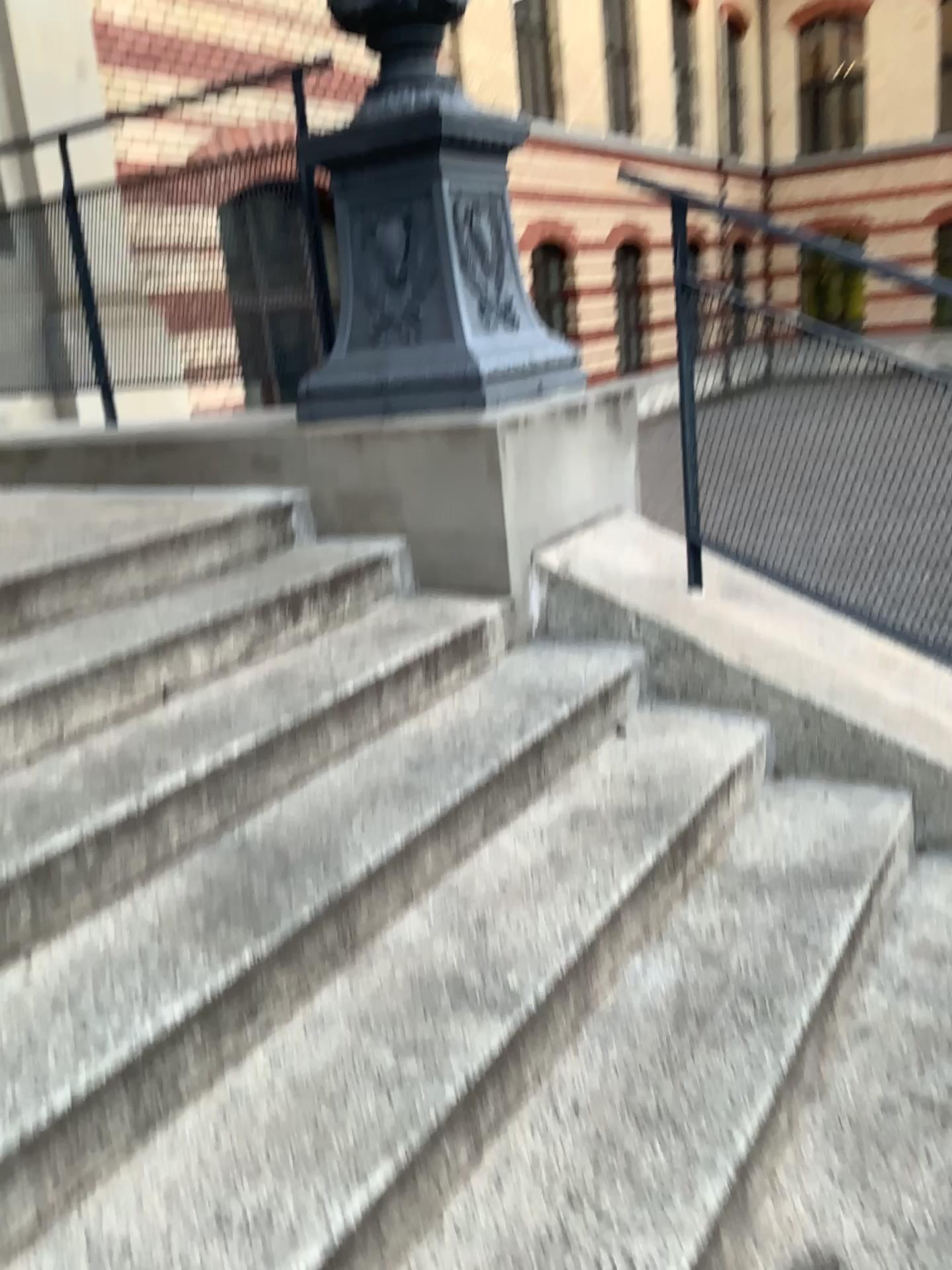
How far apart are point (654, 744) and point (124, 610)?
1.22m

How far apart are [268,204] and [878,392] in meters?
2.0

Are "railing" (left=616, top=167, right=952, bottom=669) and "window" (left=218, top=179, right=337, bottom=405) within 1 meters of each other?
no

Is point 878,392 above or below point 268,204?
below

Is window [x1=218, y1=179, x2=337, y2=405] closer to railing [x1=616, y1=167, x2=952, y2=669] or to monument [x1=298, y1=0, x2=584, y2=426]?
monument [x1=298, y1=0, x2=584, y2=426]

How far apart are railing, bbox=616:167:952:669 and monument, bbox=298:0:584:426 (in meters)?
0.40

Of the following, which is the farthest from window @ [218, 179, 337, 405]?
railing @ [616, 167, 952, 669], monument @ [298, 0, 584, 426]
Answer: railing @ [616, 167, 952, 669]

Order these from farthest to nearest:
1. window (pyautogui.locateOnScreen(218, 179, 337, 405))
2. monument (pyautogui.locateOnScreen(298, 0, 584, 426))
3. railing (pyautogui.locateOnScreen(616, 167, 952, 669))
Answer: window (pyautogui.locateOnScreen(218, 179, 337, 405))
monument (pyautogui.locateOnScreen(298, 0, 584, 426))
railing (pyautogui.locateOnScreen(616, 167, 952, 669))

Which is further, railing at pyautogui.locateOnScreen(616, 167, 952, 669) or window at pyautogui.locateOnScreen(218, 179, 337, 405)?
window at pyautogui.locateOnScreen(218, 179, 337, 405)

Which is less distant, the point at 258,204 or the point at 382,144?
the point at 382,144
